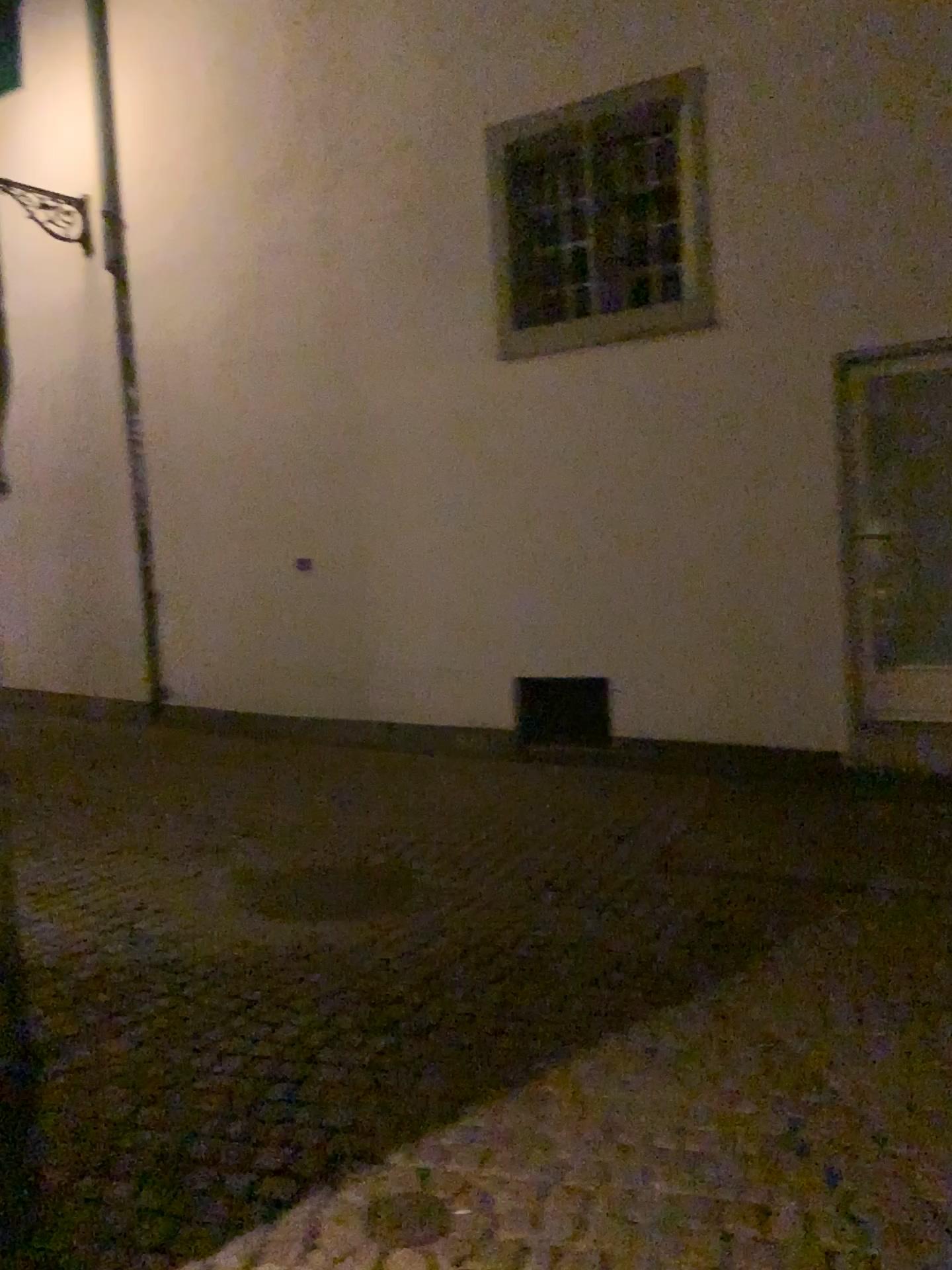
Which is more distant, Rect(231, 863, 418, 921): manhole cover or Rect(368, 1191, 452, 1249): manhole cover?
Rect(231, 863, 418, 921): manhole cover

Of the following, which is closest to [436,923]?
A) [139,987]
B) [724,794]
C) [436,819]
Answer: [139,987]

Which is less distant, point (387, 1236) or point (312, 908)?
point (387, 1236)

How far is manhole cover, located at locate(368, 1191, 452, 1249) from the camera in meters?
2.2

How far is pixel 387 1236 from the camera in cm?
224
